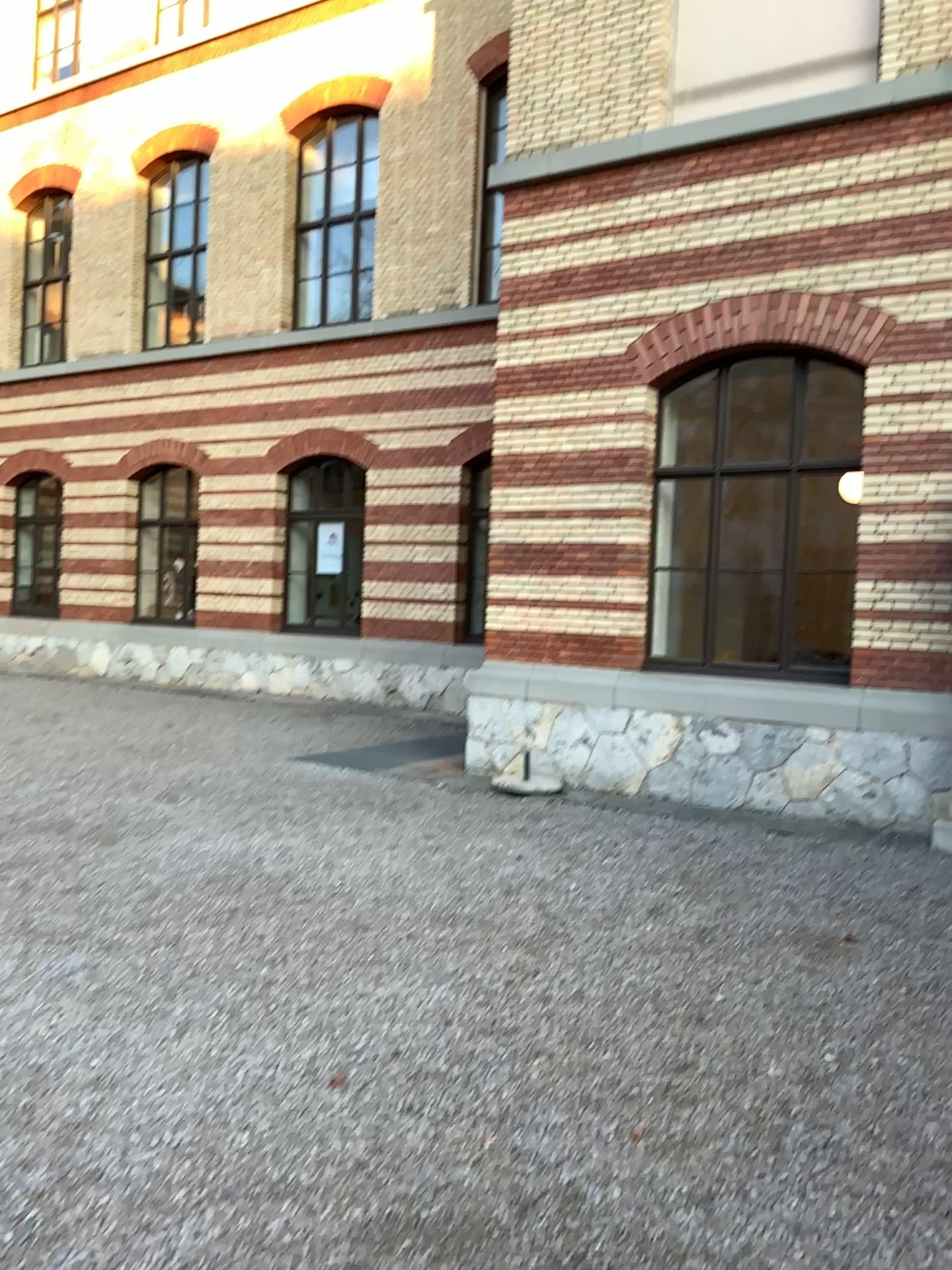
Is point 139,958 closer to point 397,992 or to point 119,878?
point 119,878
